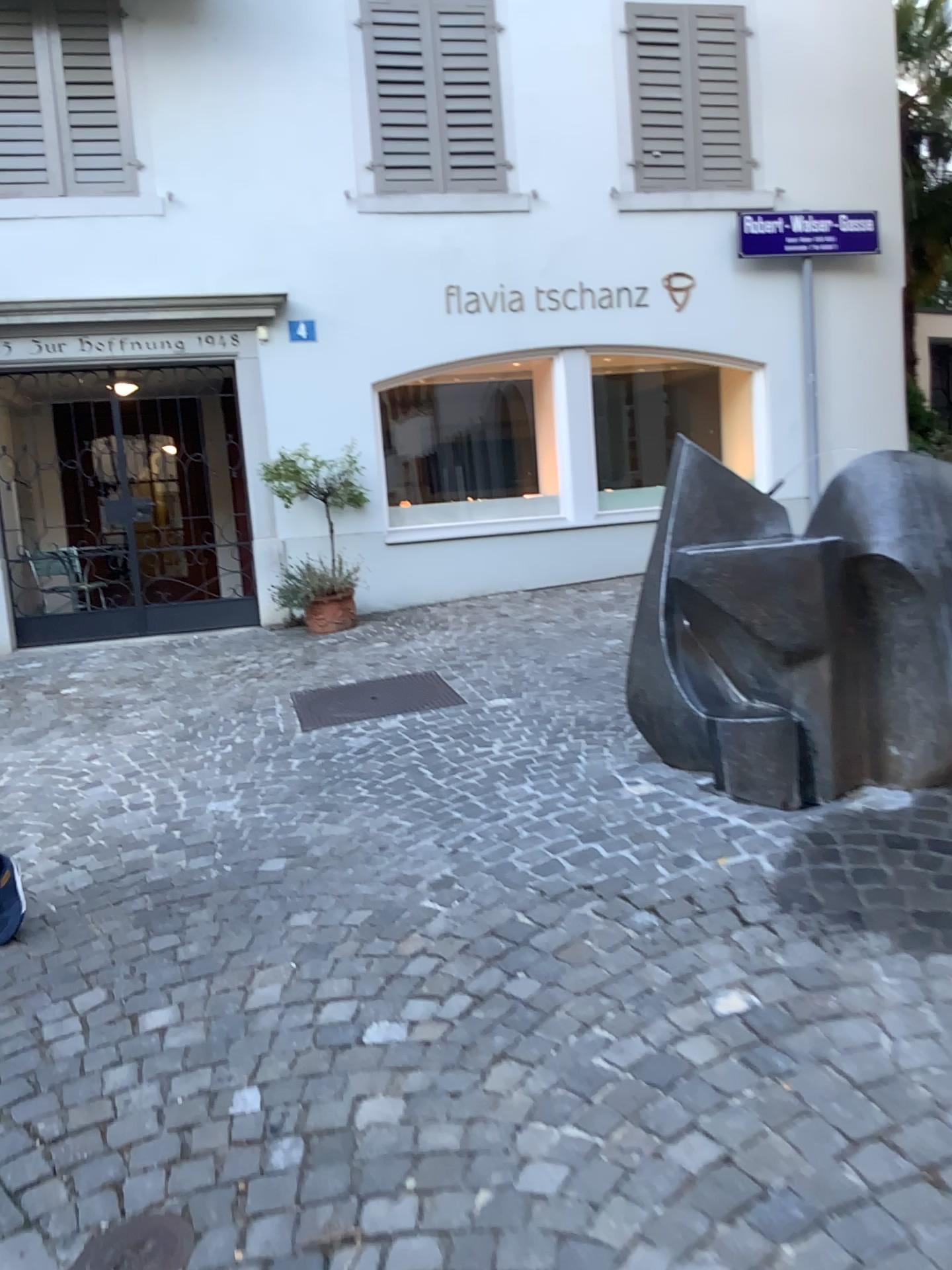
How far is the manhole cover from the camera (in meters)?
1.84

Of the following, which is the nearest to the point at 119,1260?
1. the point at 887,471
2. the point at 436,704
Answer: the point at 887,471

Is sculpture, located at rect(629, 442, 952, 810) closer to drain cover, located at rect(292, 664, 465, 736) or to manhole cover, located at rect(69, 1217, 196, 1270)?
drain cover, located at rect(292, 664, 465, 736)

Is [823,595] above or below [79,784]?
above

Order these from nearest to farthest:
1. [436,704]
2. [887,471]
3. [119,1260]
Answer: [119,1260] < [887,471] < [436,704]

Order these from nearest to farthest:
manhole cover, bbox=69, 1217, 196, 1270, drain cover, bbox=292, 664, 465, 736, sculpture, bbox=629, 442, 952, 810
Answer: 1. manhole cover, bbox=69, 1217, 196, 1270
2. sculpture, bbox=629, 442, 952, 810
3. drain cover, bbox=292, 664, 465, 736

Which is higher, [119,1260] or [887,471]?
[887,471]

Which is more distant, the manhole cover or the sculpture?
the sculpture

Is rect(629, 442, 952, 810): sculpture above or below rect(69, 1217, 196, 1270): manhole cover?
above

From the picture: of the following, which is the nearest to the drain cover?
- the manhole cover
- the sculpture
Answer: the sculpture
